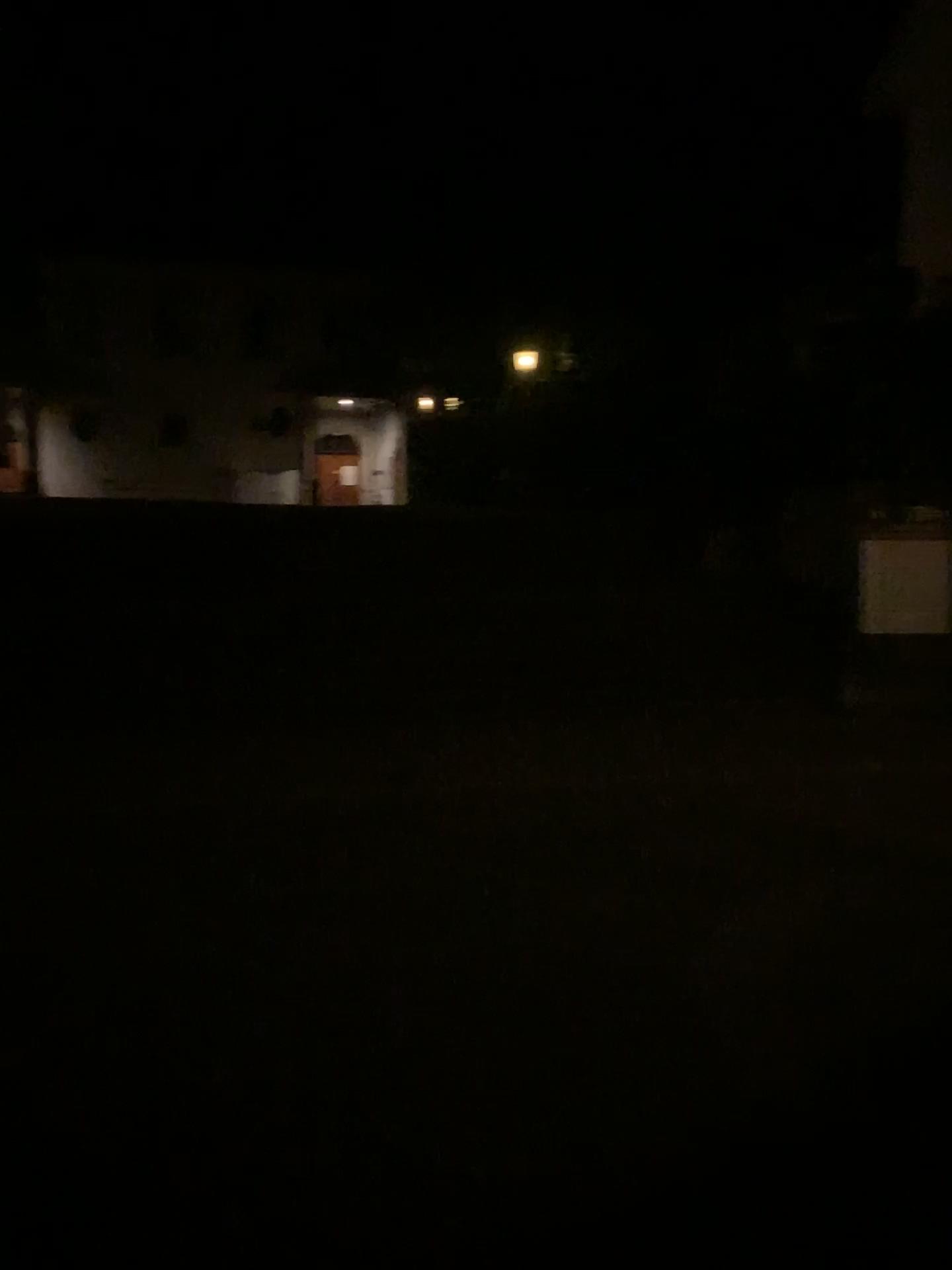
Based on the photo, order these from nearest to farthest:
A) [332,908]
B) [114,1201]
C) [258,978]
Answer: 1. [114,1201]
2. [258,978]
3. [332,908]
